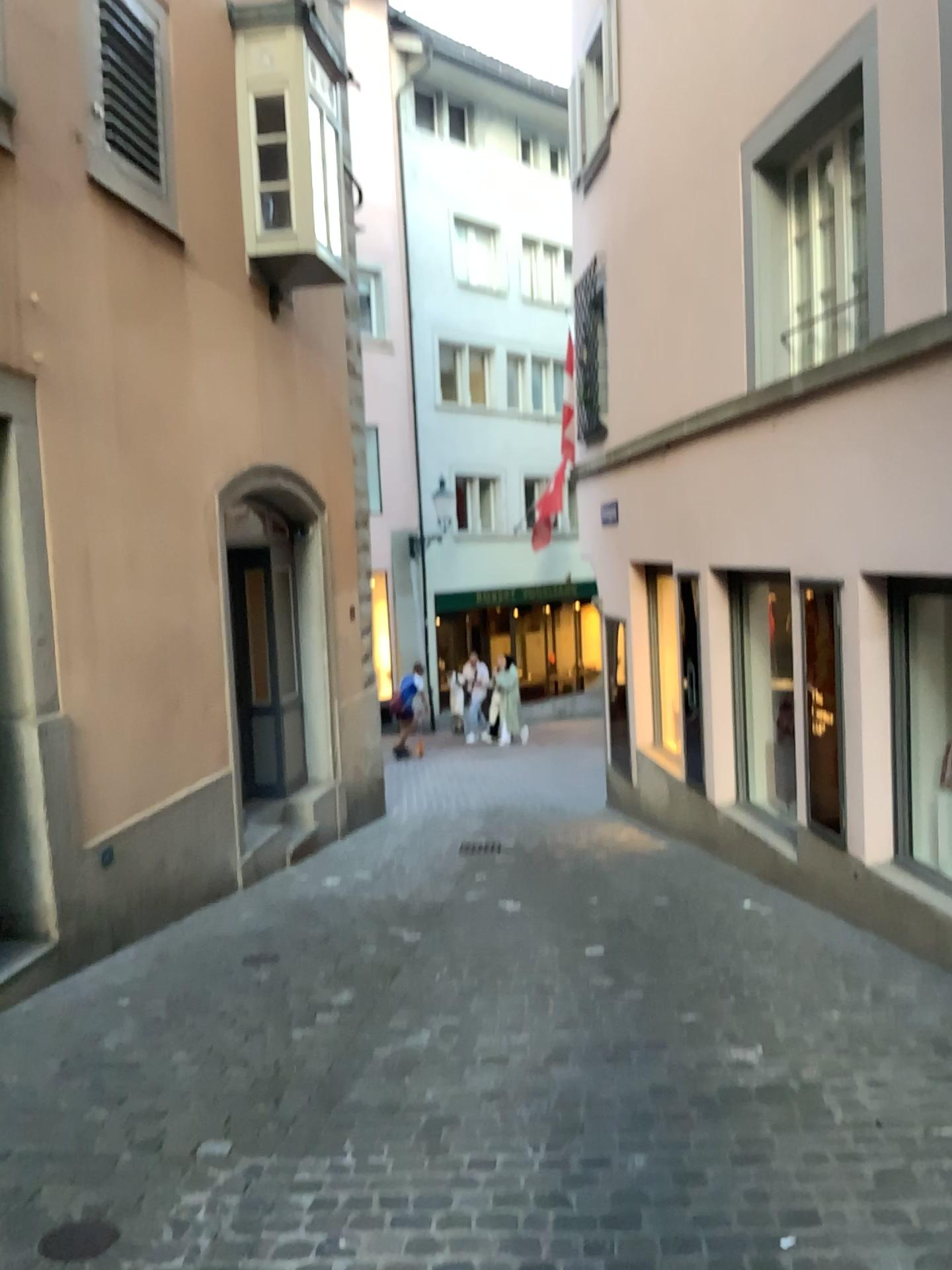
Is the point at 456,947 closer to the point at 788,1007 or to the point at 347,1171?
the point at 788,1007

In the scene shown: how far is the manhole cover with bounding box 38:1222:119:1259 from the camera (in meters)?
2.54

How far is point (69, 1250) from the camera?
2.5m
